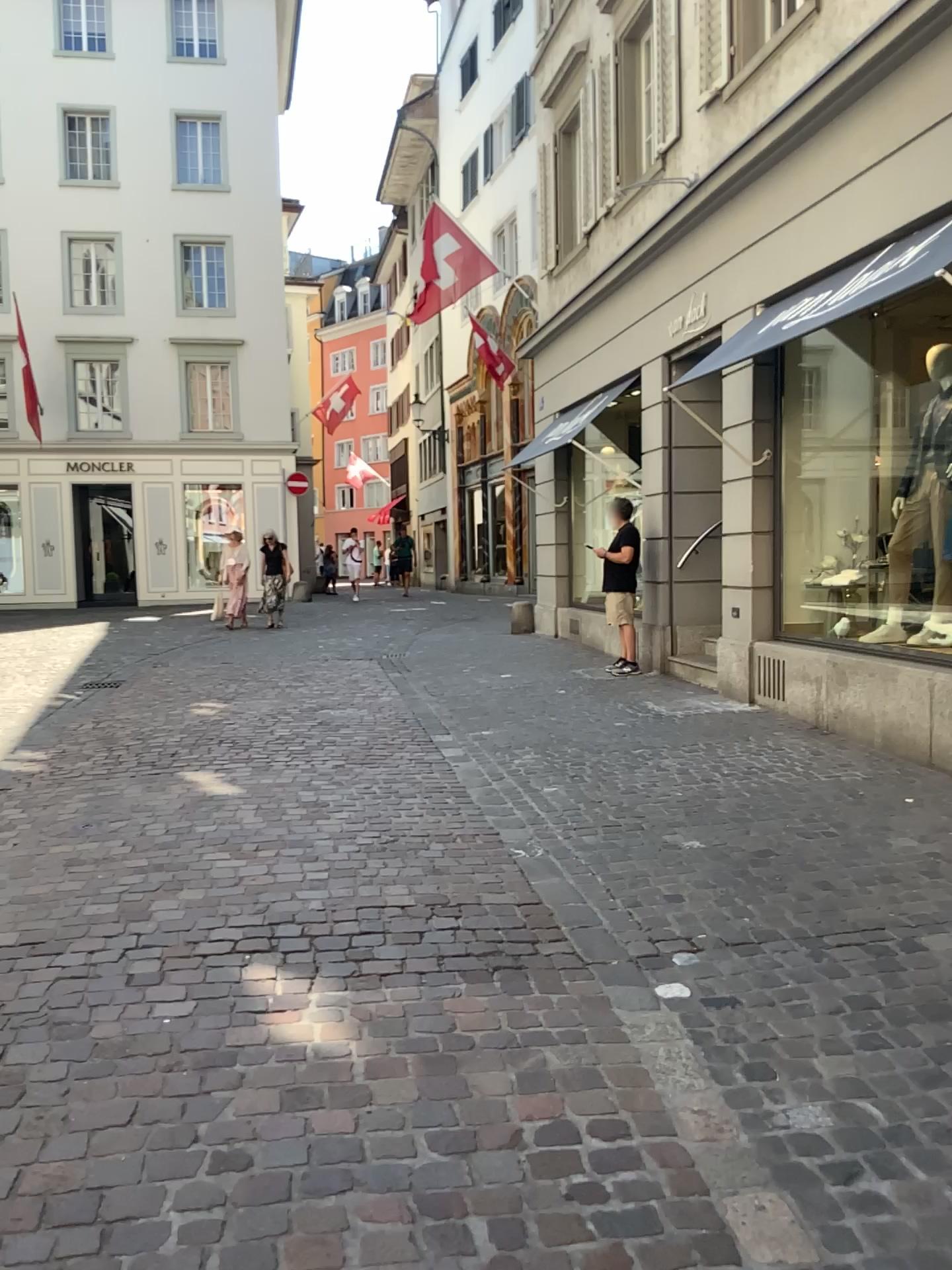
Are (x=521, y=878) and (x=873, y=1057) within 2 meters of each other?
yes
